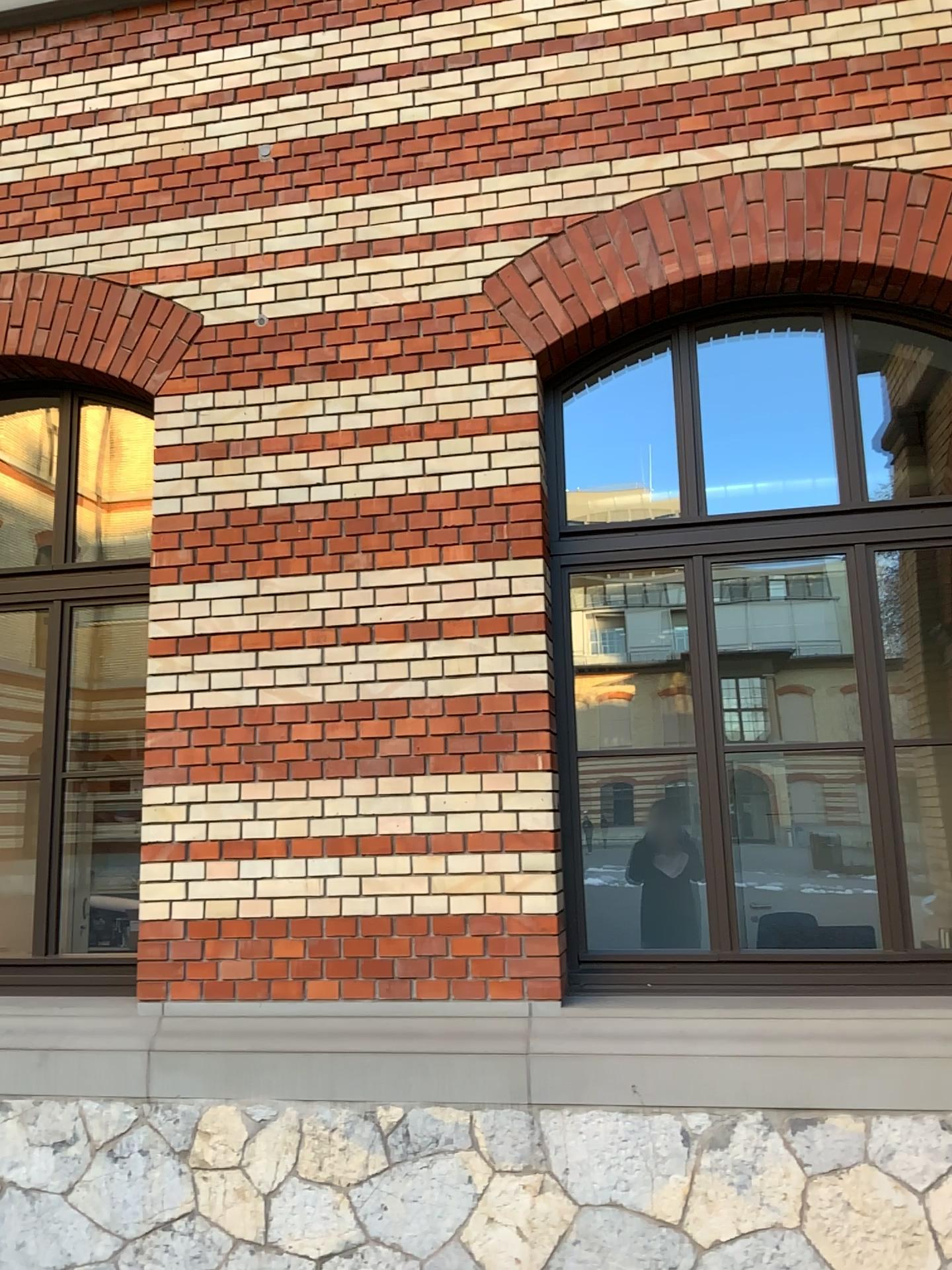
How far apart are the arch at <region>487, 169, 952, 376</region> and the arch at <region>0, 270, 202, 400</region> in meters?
1.3

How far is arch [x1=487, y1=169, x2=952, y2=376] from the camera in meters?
3.8

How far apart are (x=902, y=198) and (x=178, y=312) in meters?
2.8

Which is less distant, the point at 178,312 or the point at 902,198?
the point at 902,198

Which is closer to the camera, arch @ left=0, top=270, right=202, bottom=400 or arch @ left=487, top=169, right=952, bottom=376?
arch @ left=487, top=169, right=952, bottom=376

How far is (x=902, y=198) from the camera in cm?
385

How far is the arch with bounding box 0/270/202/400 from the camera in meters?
4.4 m

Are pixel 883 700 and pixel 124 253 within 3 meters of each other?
Answer: no
